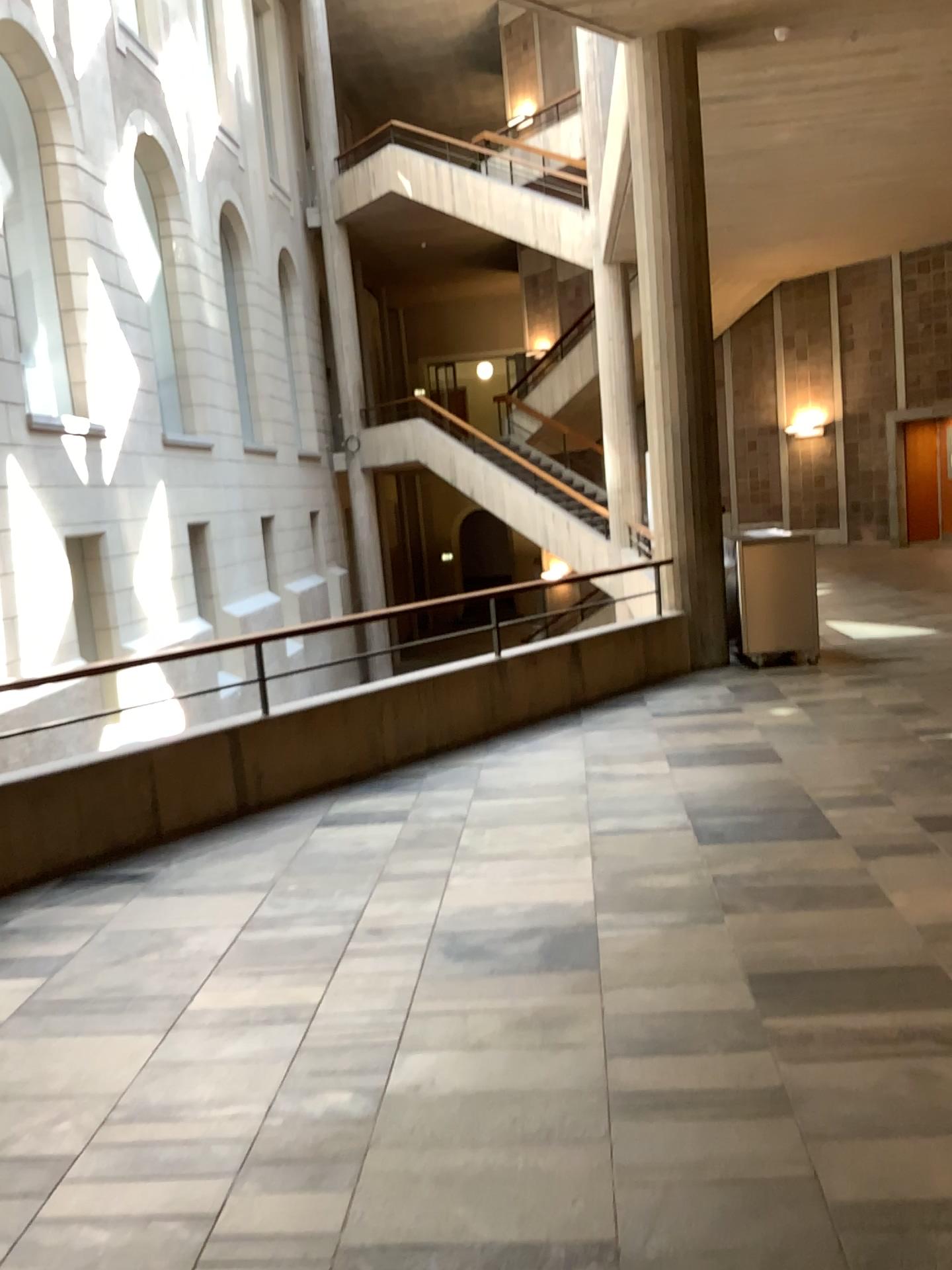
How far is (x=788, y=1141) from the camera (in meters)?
2.52
